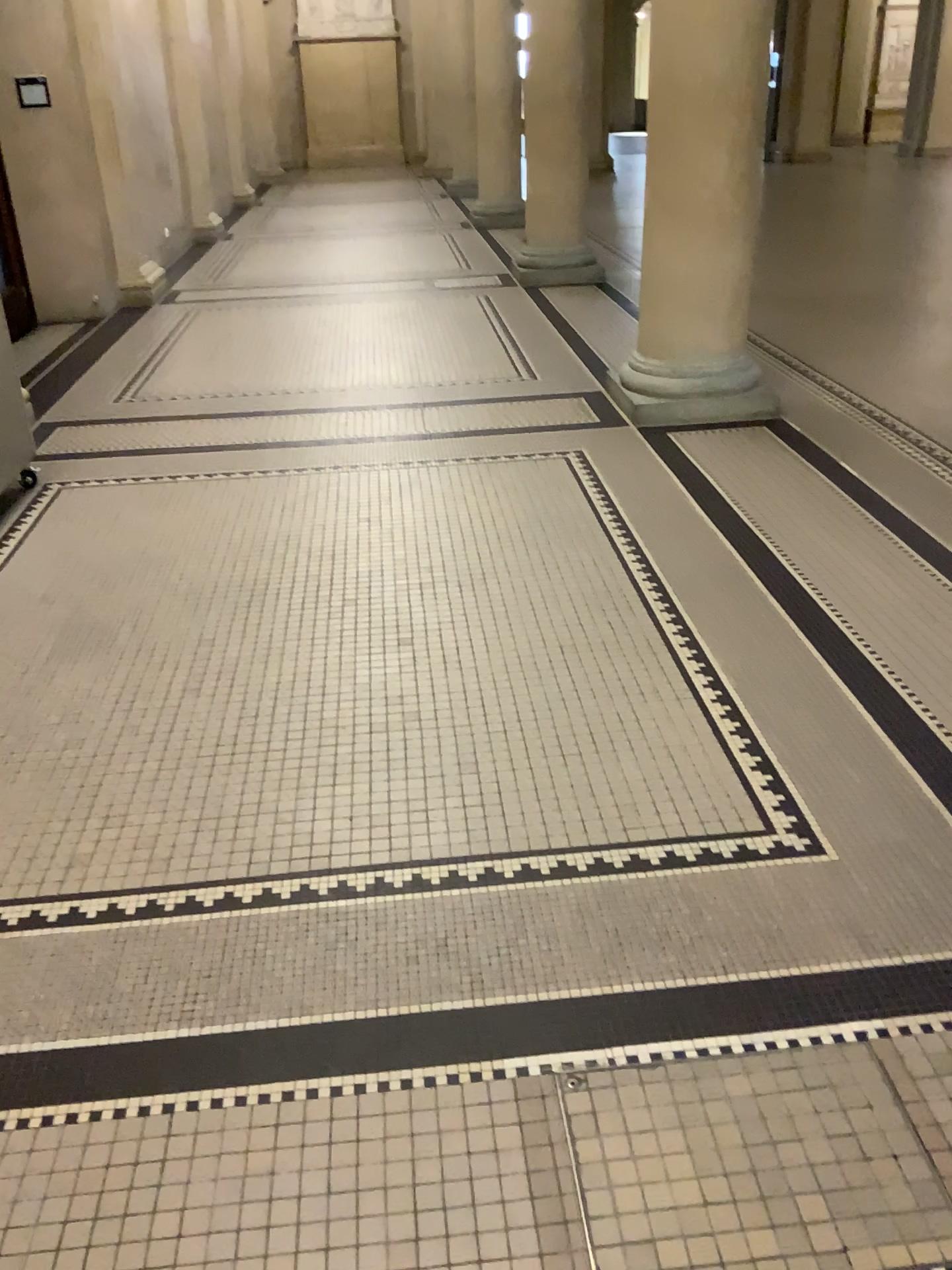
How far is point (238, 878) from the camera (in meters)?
2.26
